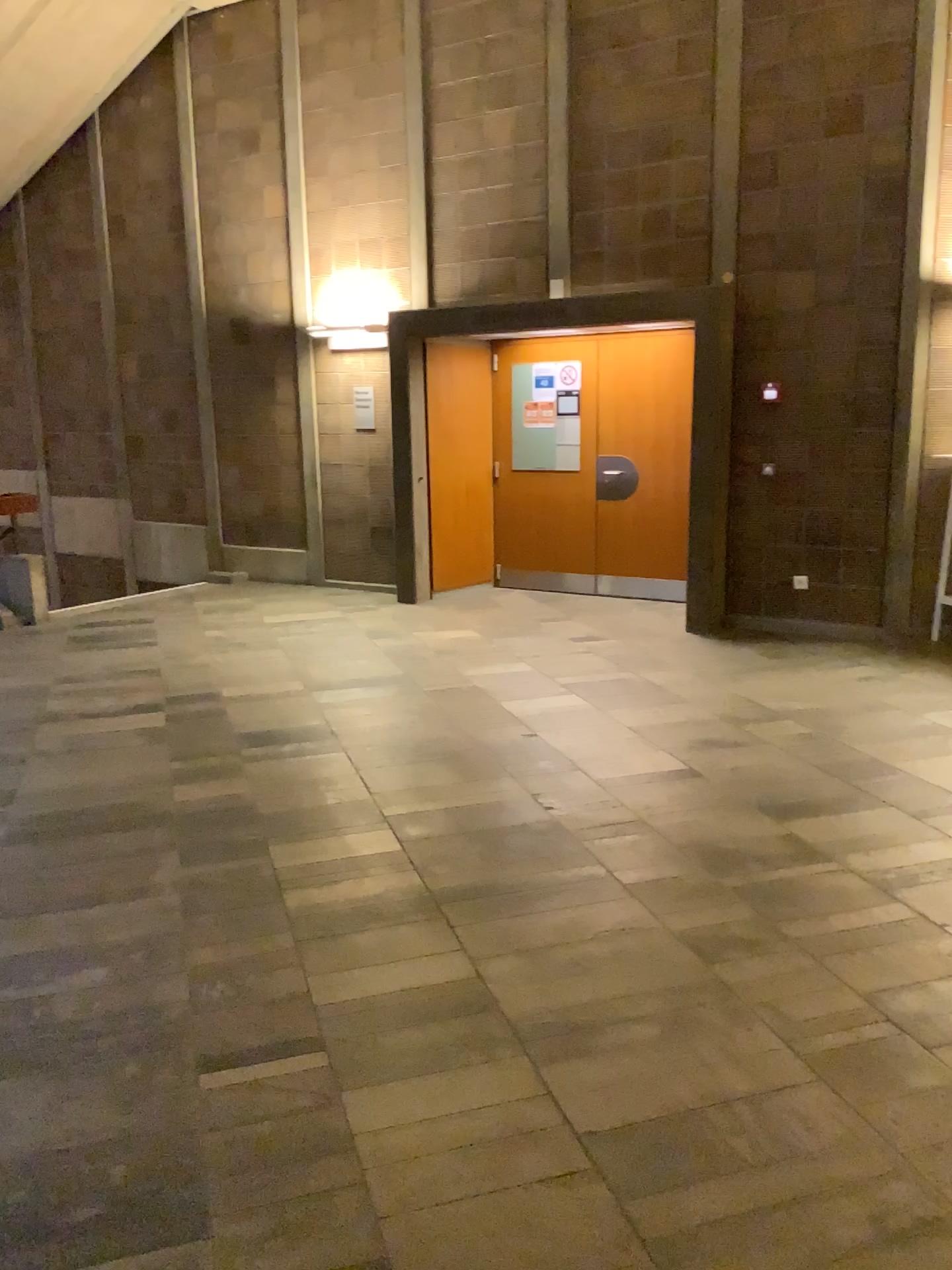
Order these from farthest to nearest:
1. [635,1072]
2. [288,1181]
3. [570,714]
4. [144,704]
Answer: [144,704] < [570,714] < [635,1072] < [288,1181]
